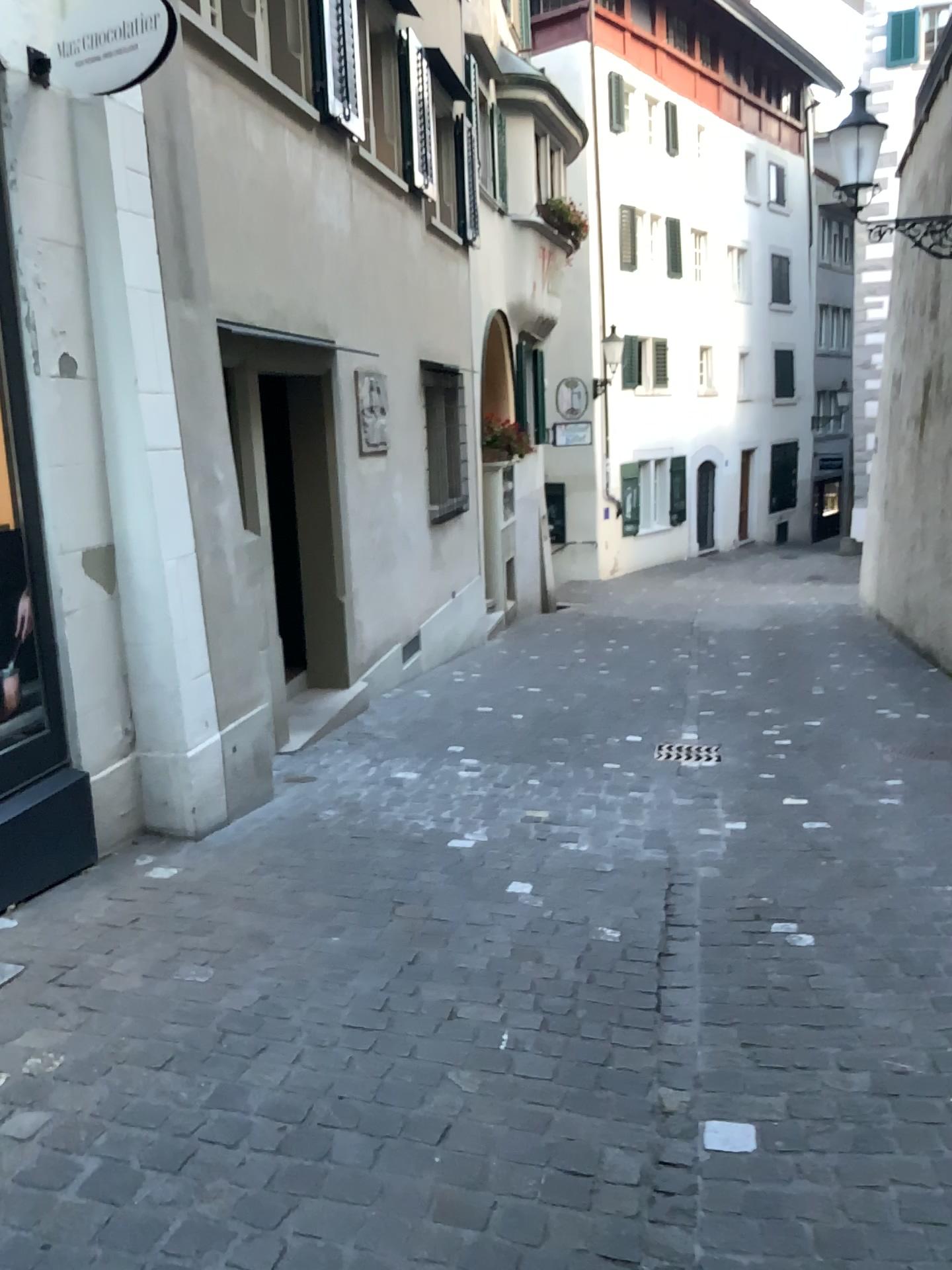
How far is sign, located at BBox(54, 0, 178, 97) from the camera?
3.2 meters

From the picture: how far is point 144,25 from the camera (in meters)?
3.20

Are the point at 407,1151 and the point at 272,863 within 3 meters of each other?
yes
